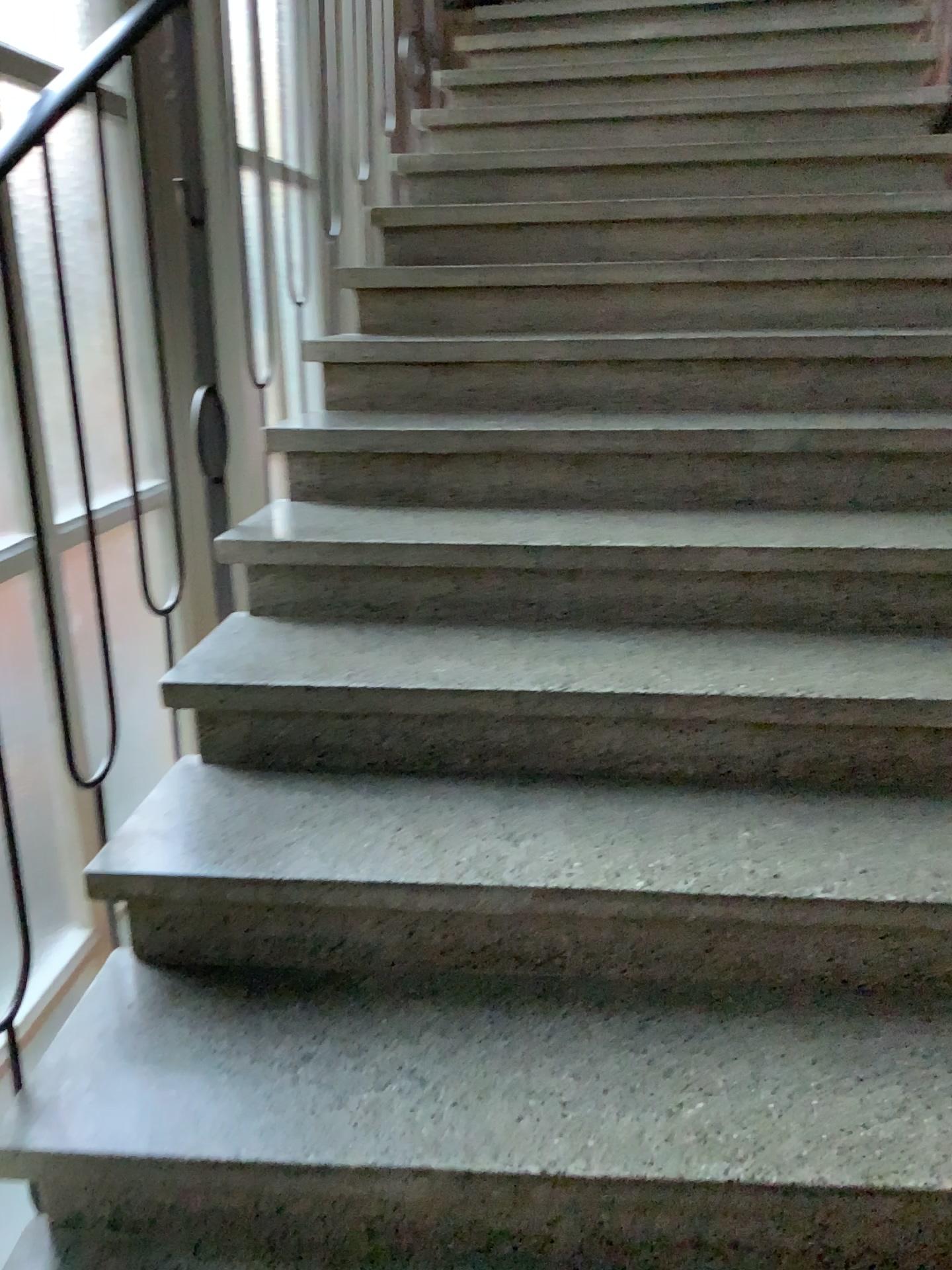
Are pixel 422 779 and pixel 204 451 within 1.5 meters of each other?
yes
